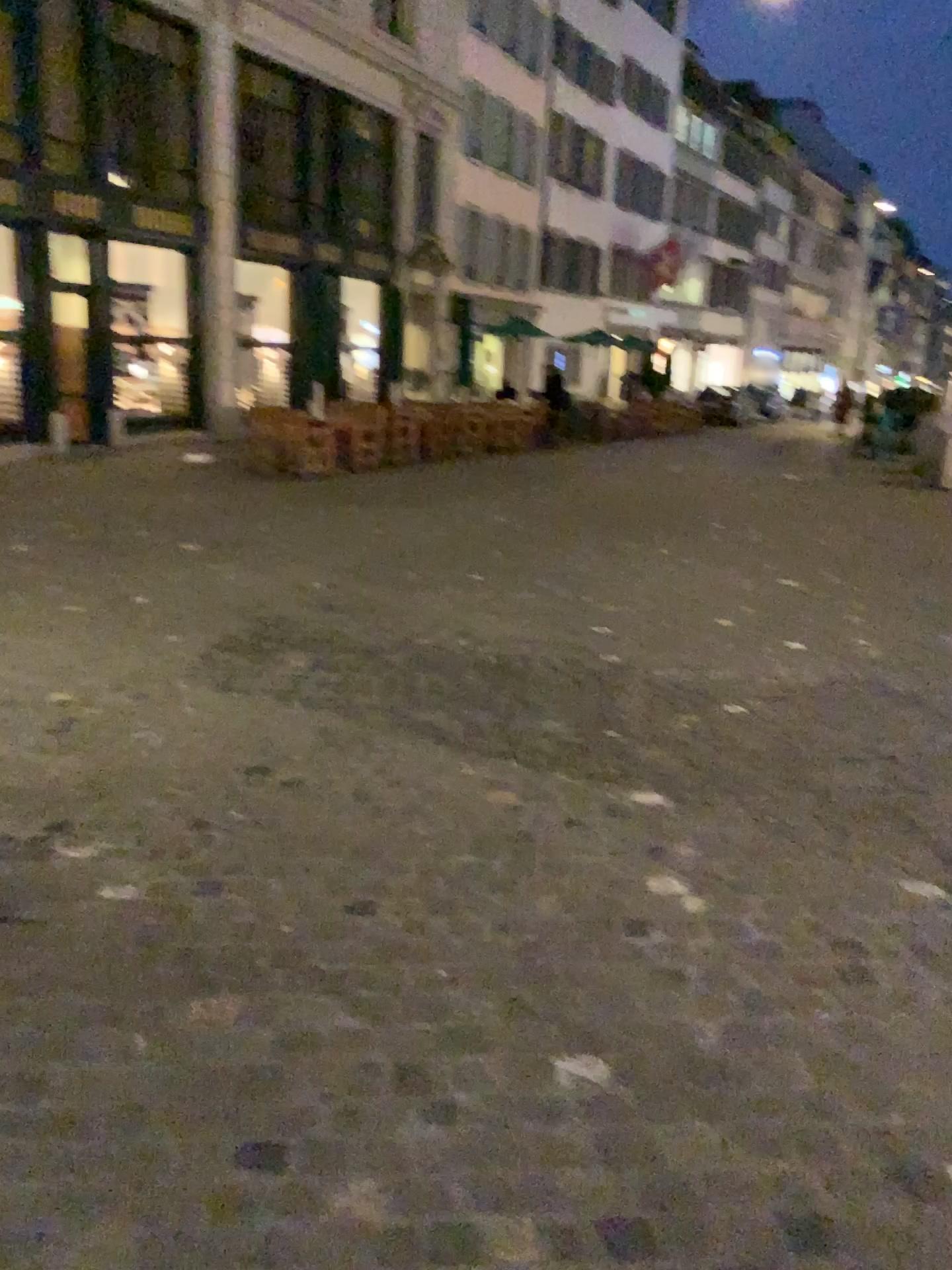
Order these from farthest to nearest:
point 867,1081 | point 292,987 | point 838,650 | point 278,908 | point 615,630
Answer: point 615,630 < point 838,650 < point 278,908 < point 292,987 < point 867,1081
